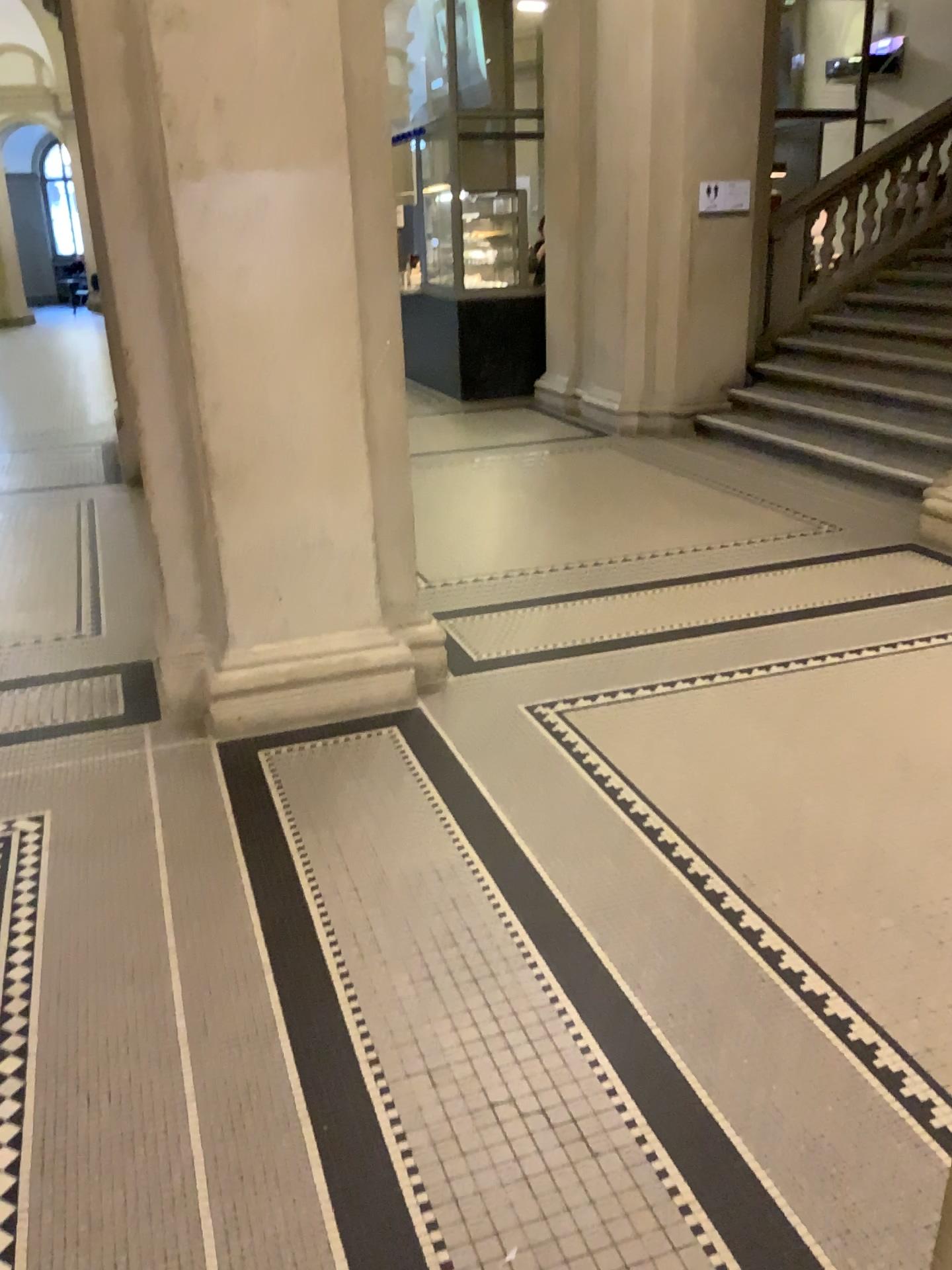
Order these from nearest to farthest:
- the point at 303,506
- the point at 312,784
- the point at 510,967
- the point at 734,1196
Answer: the point at 734,1196
the point at 510,967
the point at 312,784
the point at 303,506
